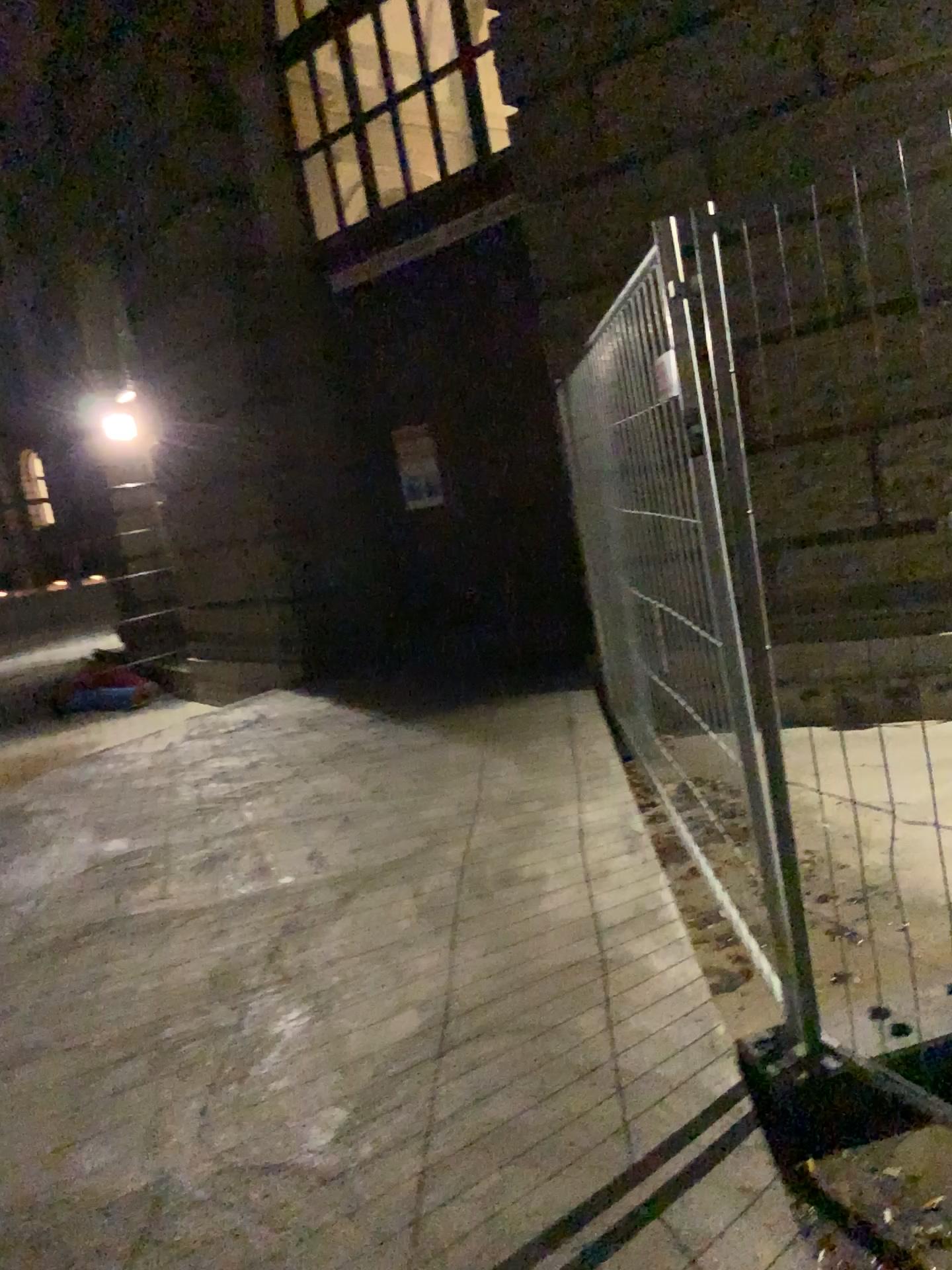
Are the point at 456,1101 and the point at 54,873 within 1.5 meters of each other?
no
